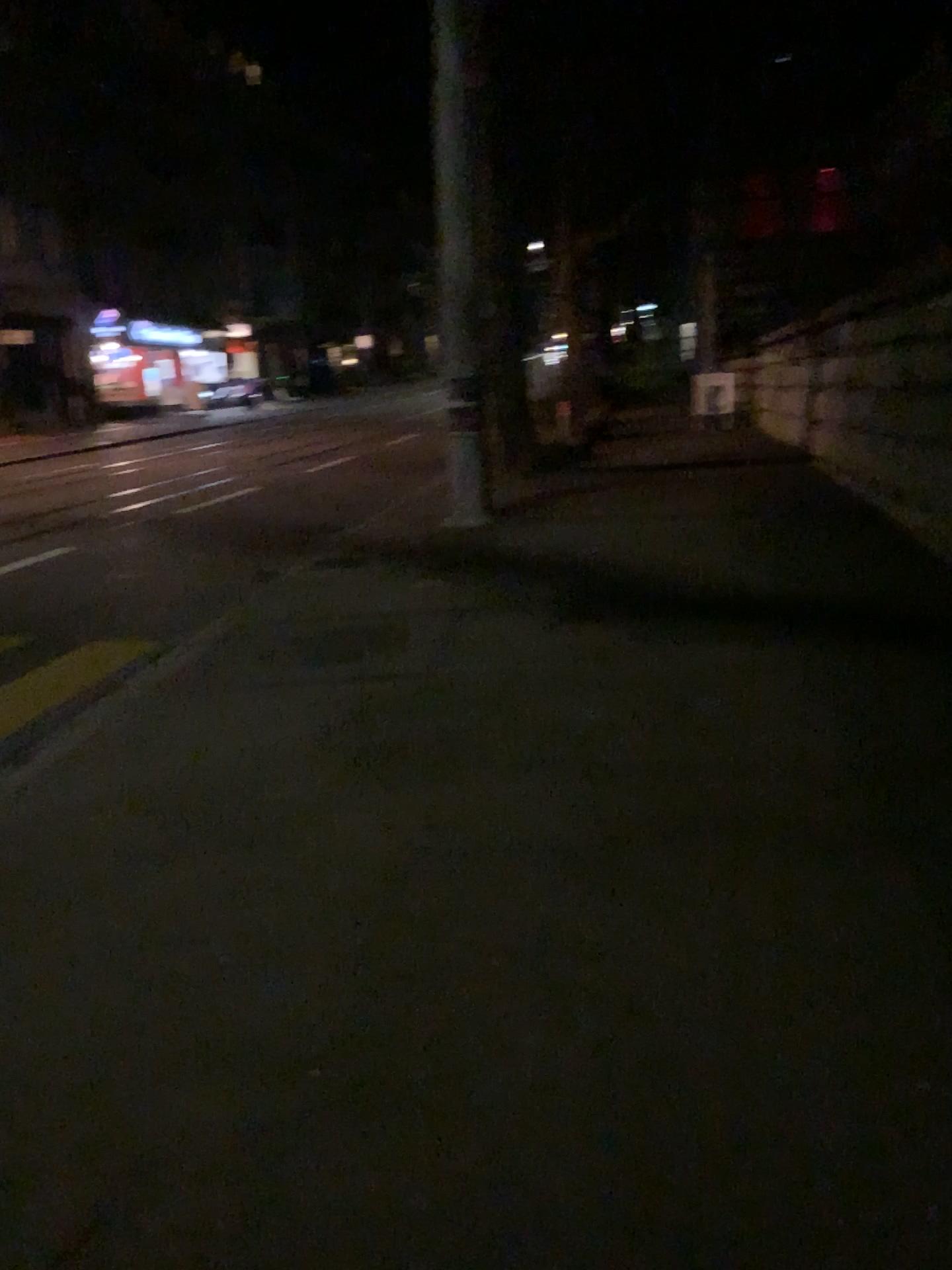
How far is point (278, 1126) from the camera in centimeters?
232cm
